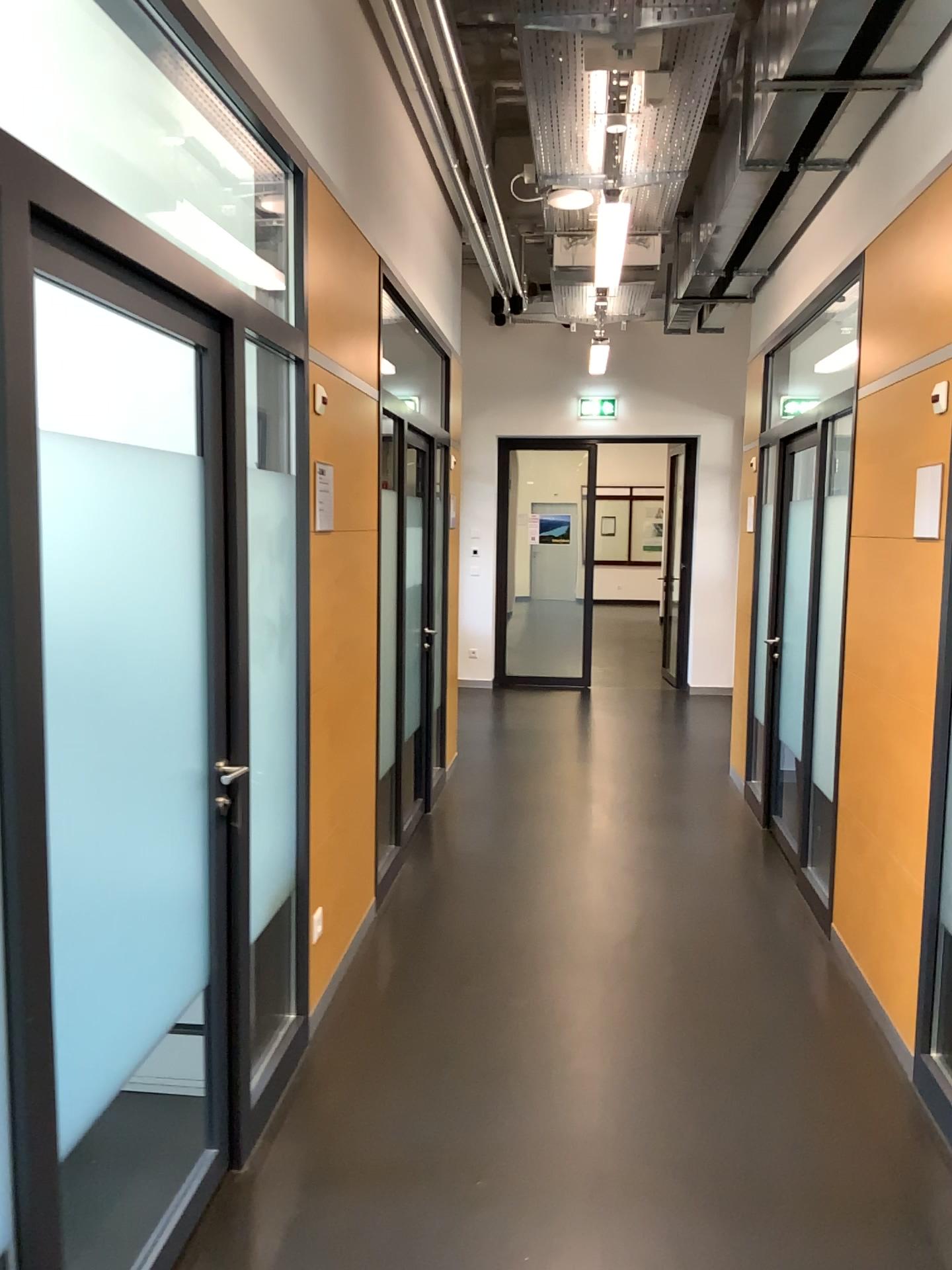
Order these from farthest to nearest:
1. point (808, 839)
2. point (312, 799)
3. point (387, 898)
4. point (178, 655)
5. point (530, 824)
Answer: point (530, 824) → point (808, 839) → point (387, 898) → point (312, 799) → point (178, 655)
